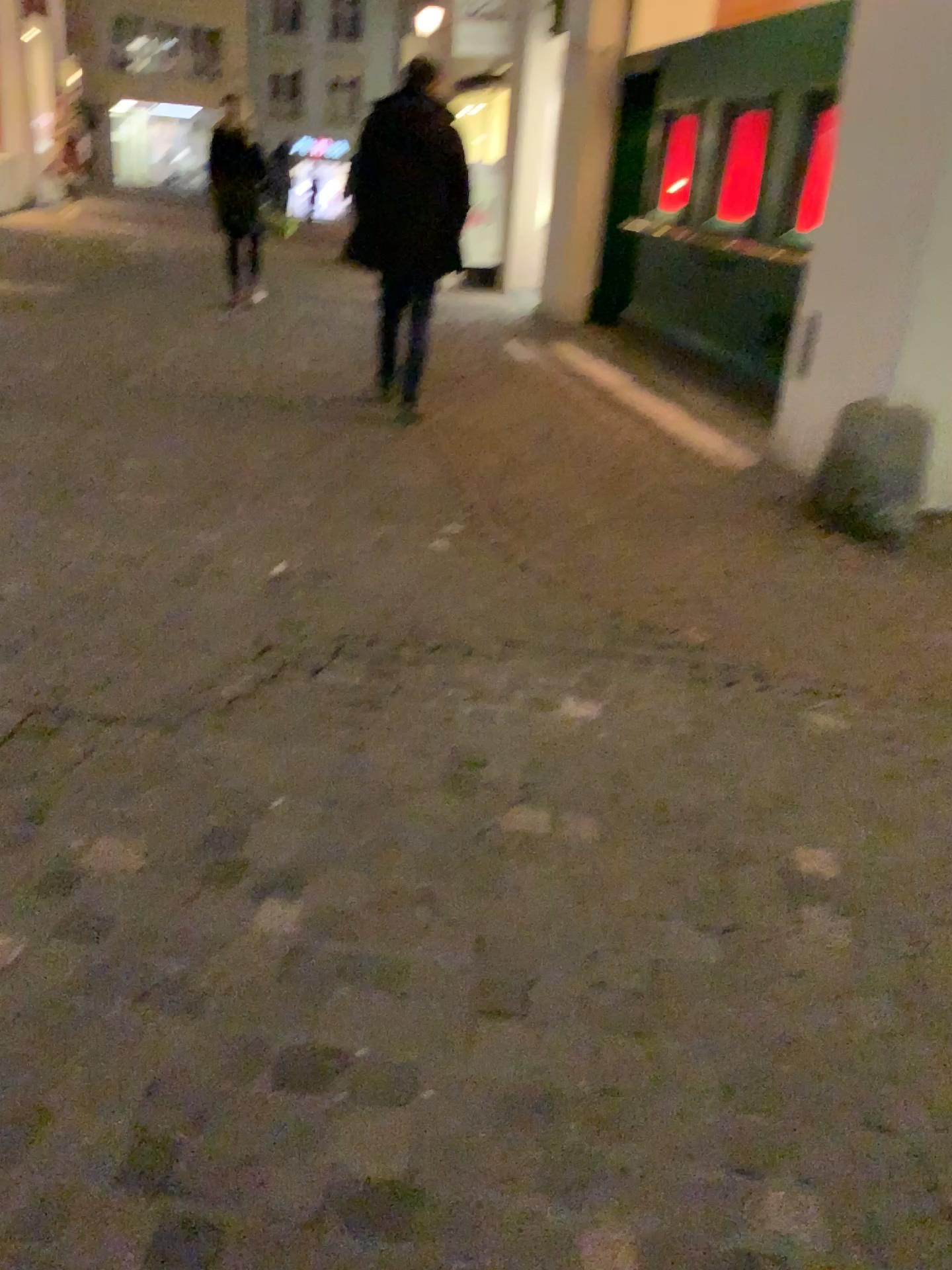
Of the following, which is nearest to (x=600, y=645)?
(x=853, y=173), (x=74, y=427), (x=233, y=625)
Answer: (x=233, y=625)
